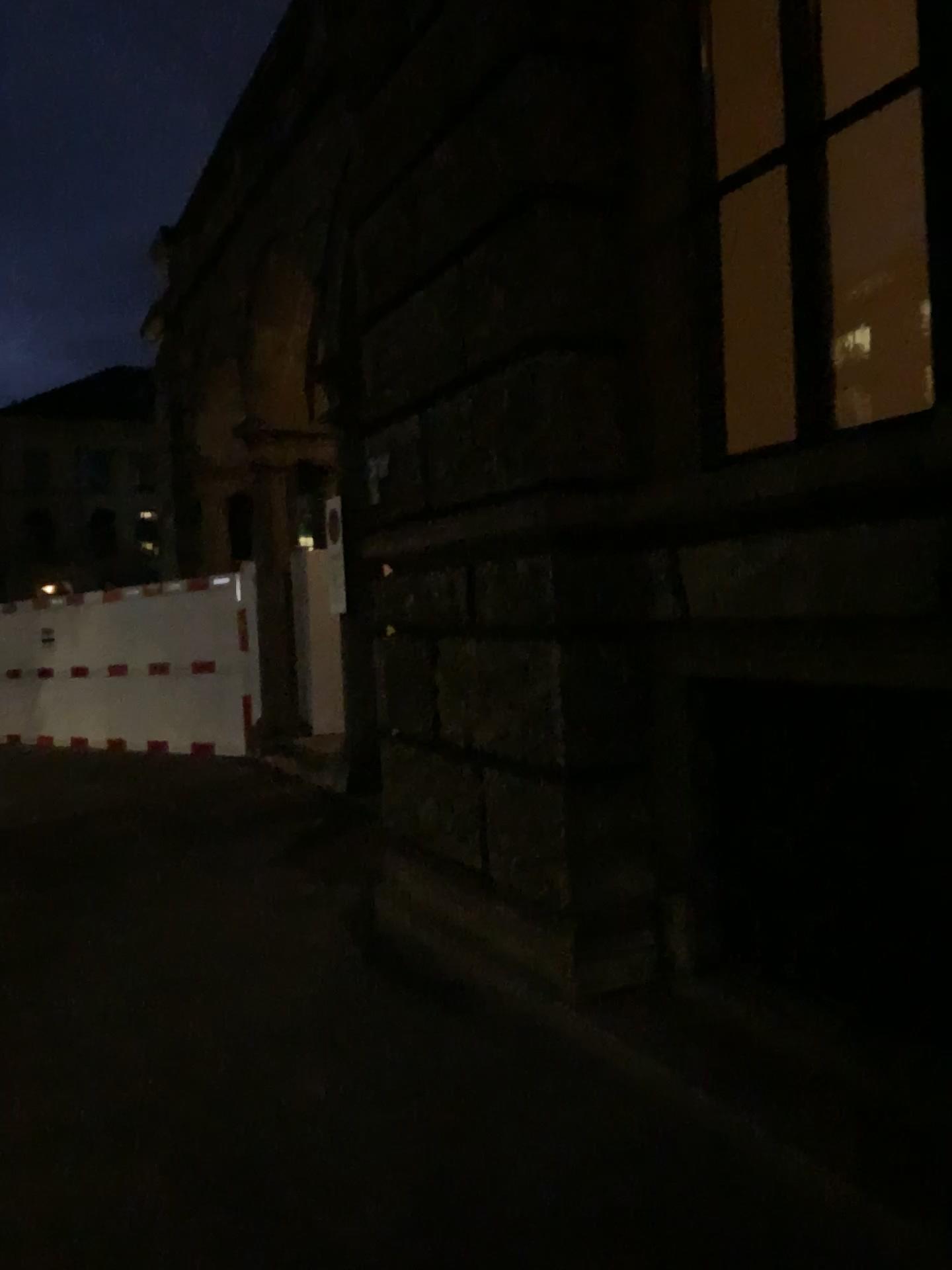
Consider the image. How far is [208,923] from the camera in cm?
499
